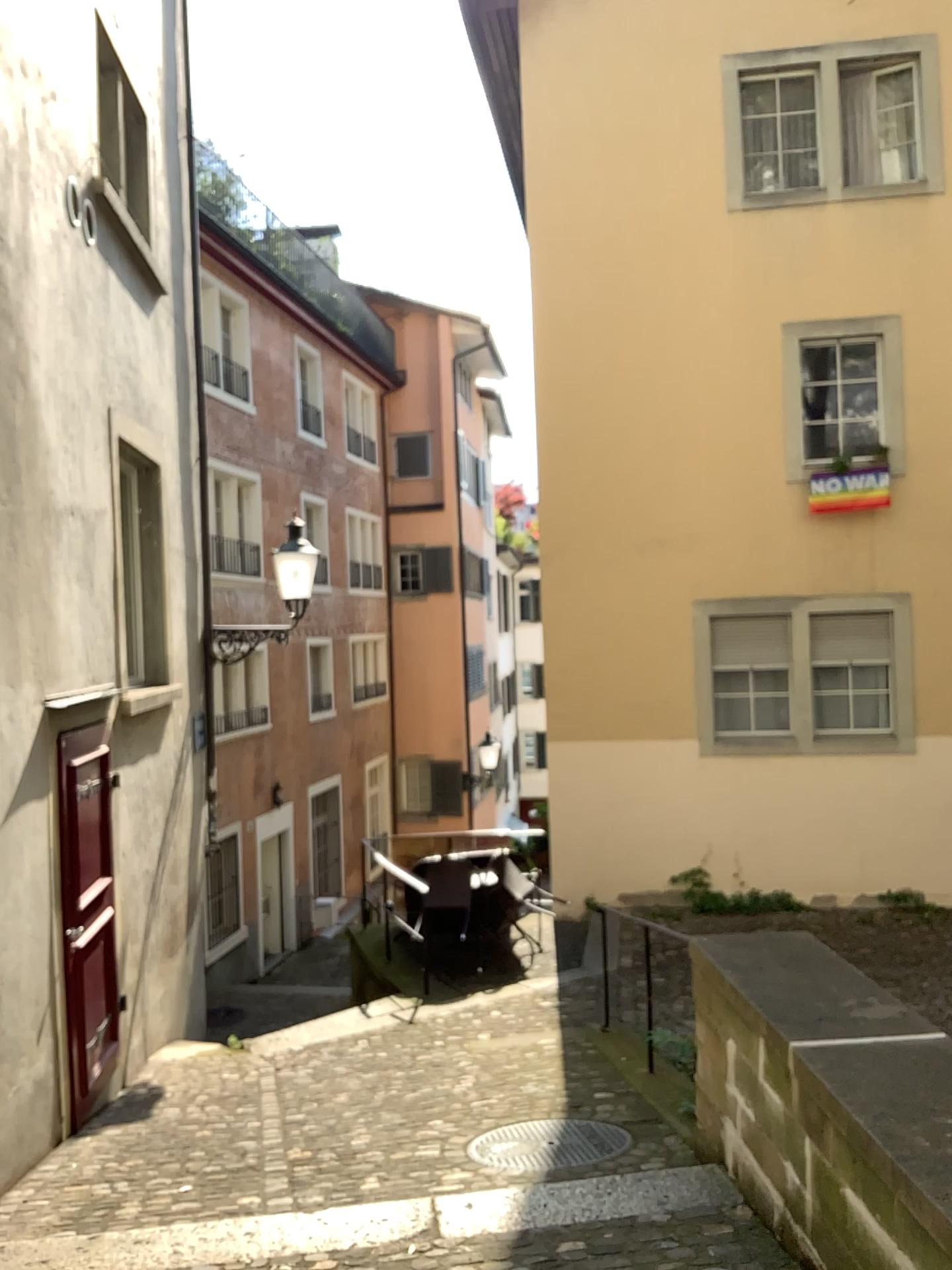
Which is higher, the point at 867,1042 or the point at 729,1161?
the point at 867,1042
